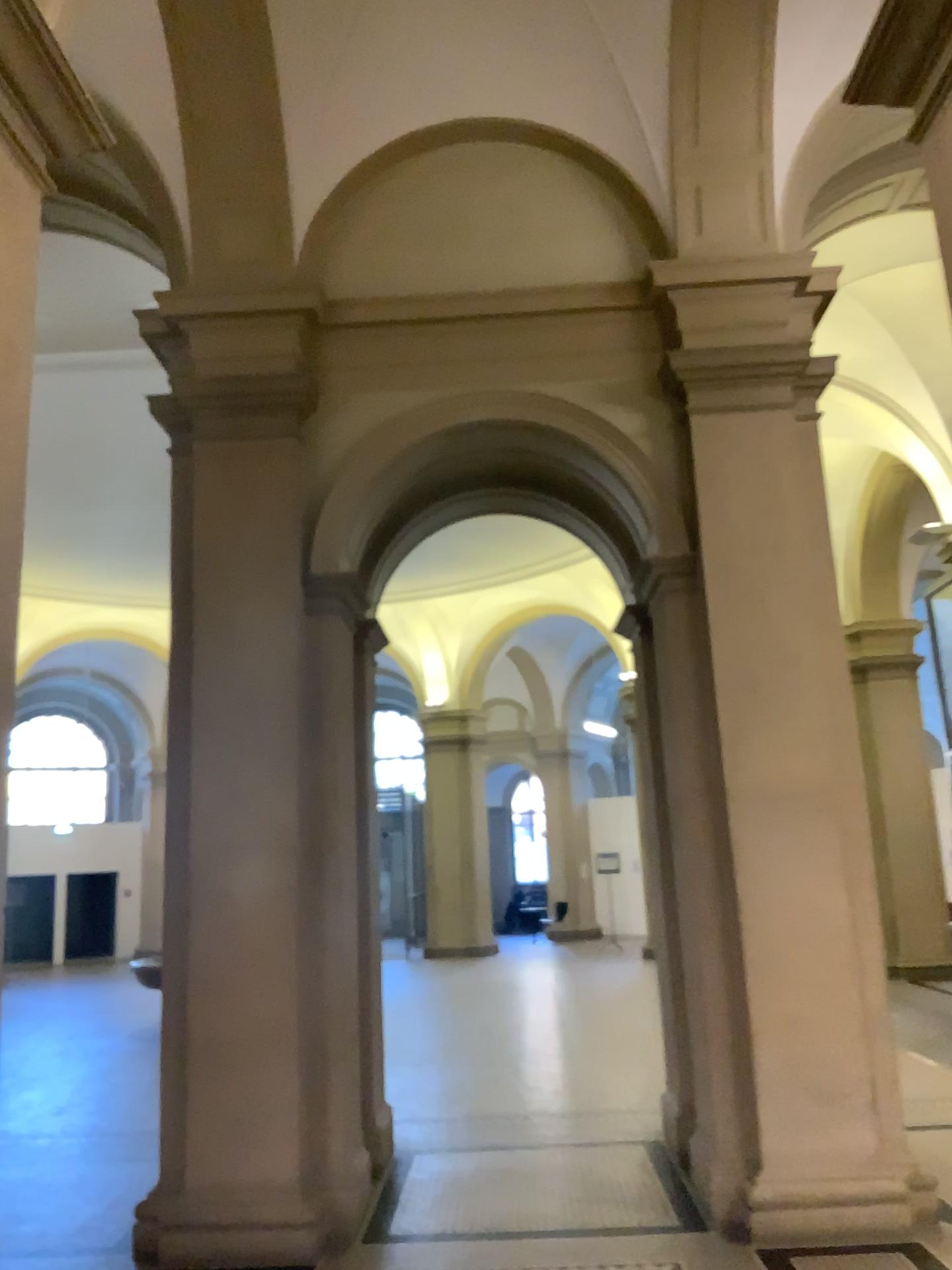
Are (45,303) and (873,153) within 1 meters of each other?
no
